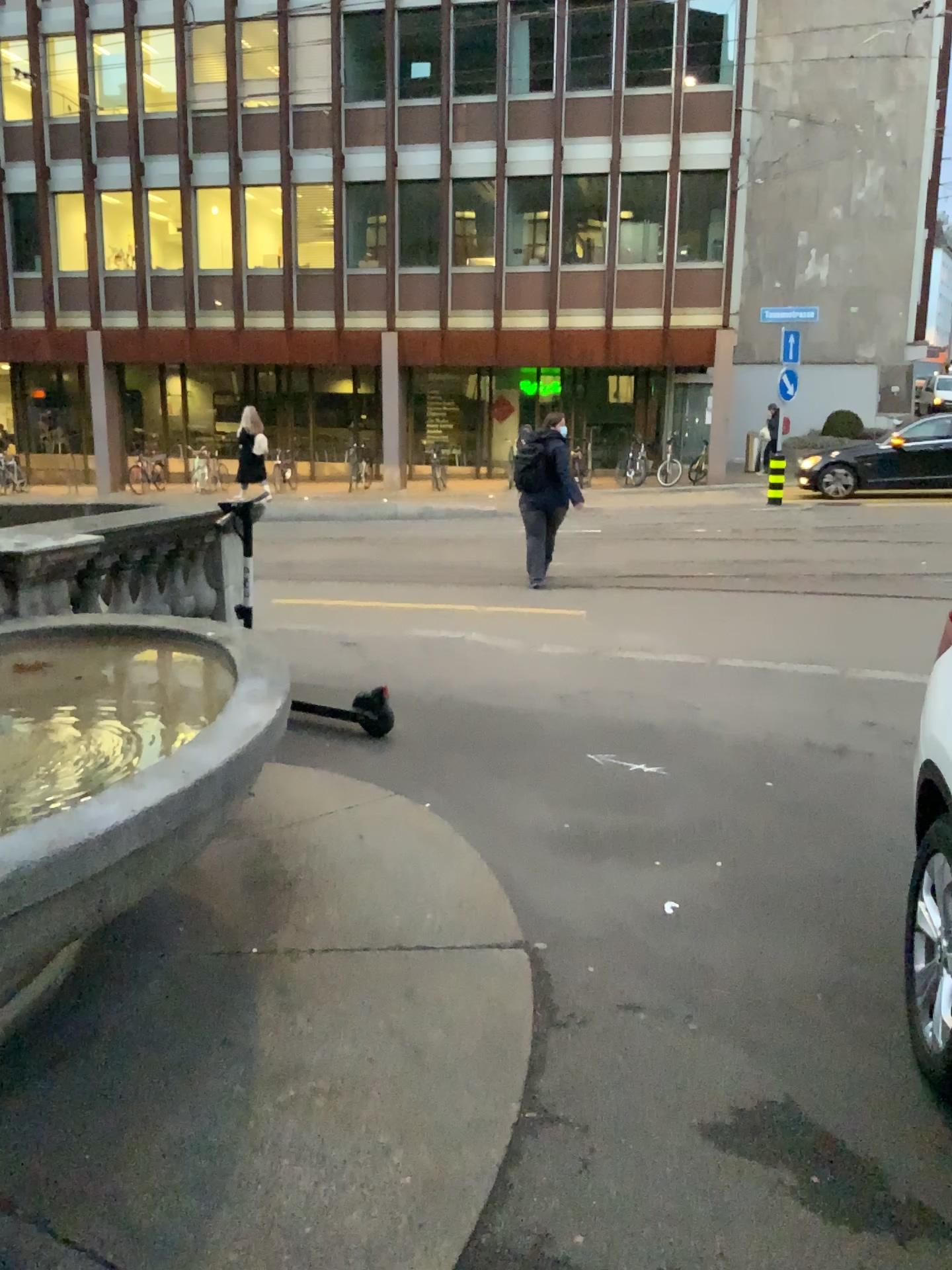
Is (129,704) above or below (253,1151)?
above
